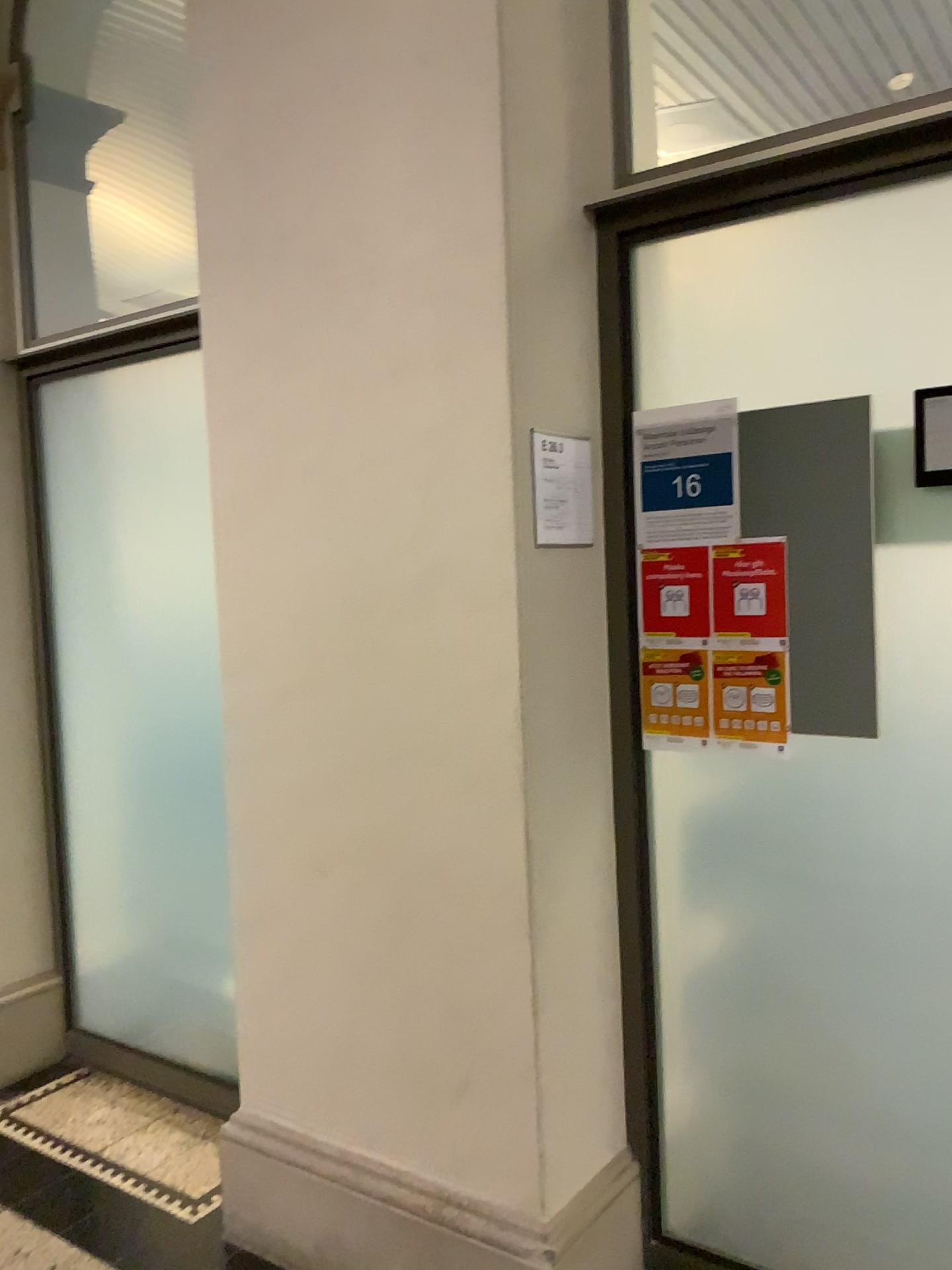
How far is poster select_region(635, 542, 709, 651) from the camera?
2.0m

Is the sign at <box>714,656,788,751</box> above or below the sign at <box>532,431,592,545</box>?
below

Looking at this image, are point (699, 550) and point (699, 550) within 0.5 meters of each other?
yes

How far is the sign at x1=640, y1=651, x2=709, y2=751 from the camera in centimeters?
206cm

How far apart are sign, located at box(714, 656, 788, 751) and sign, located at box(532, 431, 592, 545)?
0.4m

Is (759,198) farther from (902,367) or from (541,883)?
(541,883)

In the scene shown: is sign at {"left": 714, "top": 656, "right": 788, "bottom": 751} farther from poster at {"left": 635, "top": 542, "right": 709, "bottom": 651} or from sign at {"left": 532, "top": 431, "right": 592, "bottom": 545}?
sign at {"left": 532, "top": 431, "right": 592, "bottom": 545}

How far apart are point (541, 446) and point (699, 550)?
0.4 meters

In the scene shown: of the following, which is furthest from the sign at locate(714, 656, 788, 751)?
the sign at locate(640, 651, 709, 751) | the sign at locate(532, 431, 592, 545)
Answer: the sign at locate(532, 431, 592, 545)

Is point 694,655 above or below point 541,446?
below
